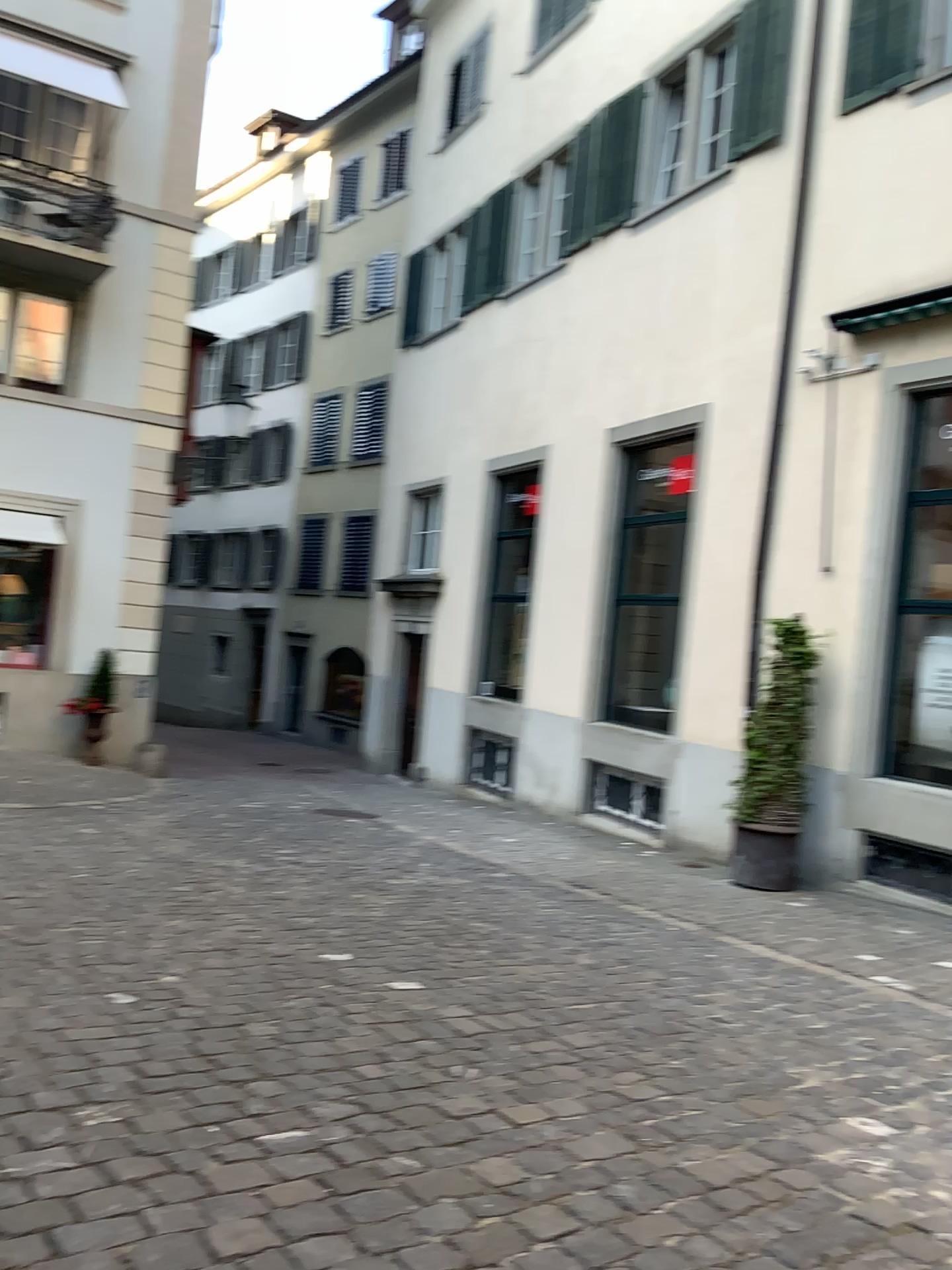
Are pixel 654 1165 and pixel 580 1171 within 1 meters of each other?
yes
